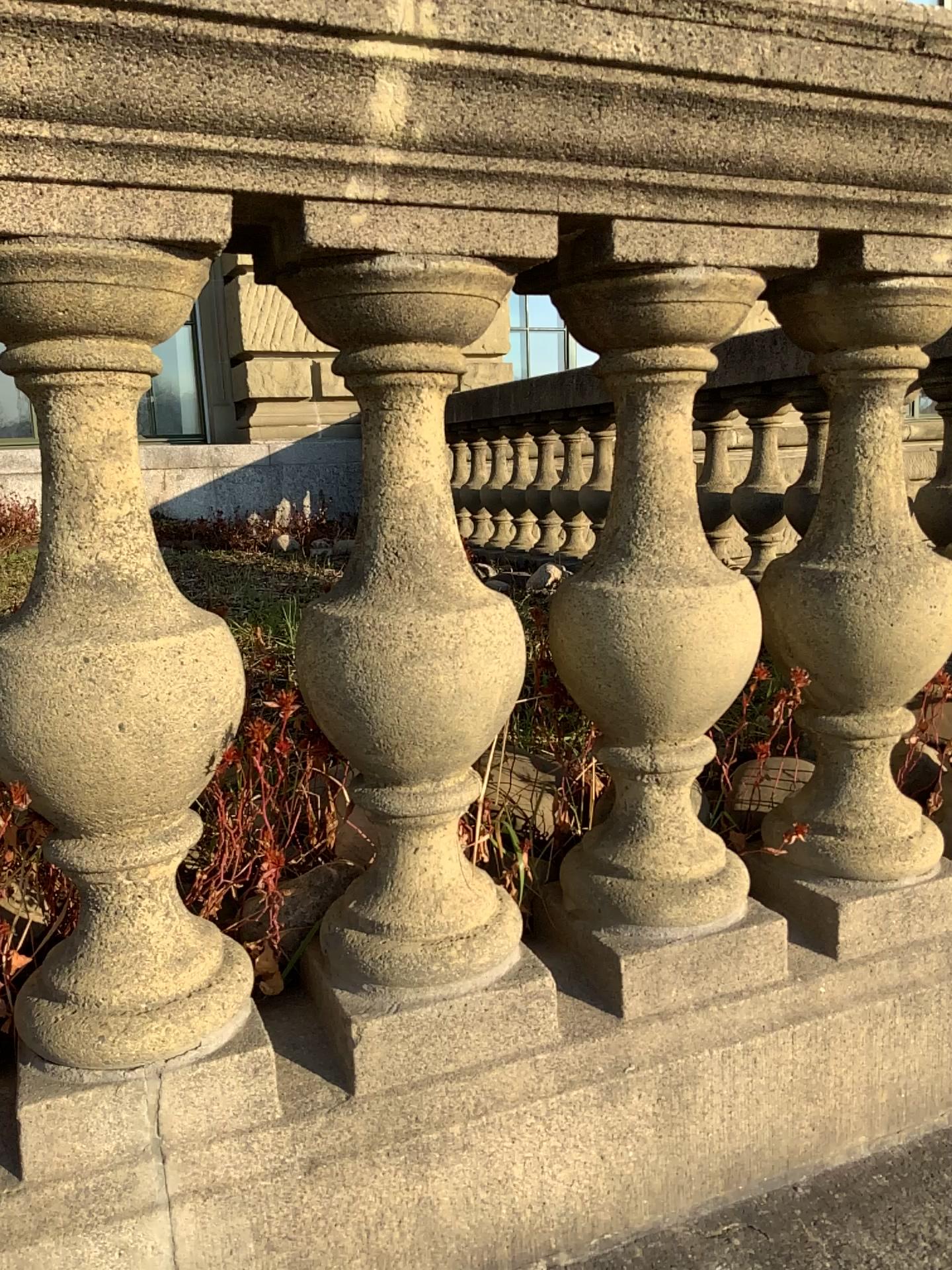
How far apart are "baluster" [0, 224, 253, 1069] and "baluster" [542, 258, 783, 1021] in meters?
0.3

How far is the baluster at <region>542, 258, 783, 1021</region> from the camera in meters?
0.9

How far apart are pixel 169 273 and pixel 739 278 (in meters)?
0.49

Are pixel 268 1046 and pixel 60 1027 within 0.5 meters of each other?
yes

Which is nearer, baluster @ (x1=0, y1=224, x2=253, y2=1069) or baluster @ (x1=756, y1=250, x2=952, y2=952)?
baluster @ (x1=0, y1=224, x2=253, y2=1069)

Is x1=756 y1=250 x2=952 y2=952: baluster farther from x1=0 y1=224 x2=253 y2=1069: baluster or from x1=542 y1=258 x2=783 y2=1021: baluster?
x1=0 y1=224 x2=253 y2=1069: baluster

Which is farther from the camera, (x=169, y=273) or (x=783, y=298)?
(x=783, y=298)

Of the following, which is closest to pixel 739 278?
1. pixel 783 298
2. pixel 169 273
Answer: pixel 783 298

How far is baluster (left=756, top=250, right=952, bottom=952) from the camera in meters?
1.0

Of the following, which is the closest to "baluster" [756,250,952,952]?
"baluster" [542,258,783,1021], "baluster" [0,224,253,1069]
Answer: "baluster" [542,258,783,1021]
